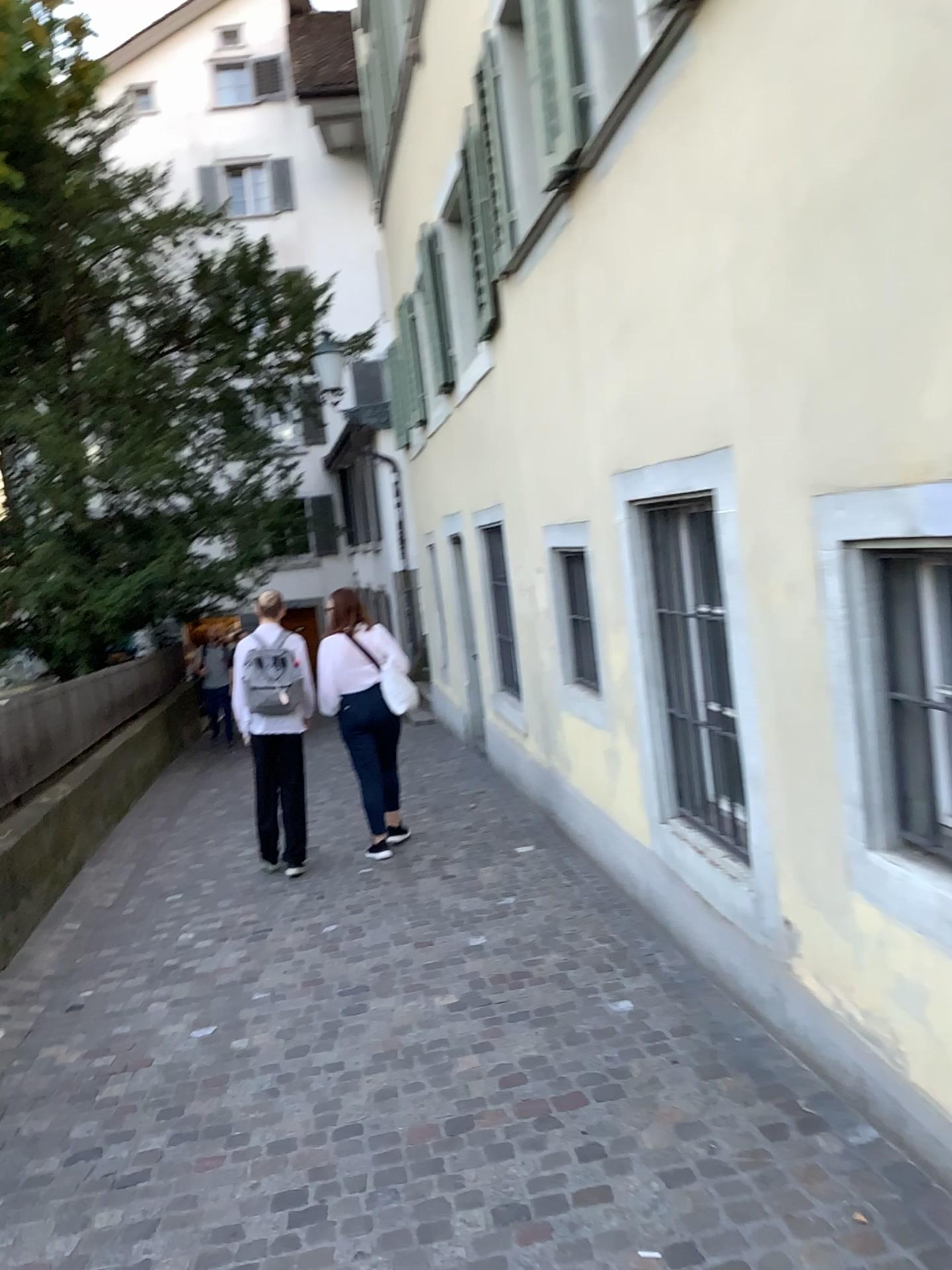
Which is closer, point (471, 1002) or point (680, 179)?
point (680, 179)
